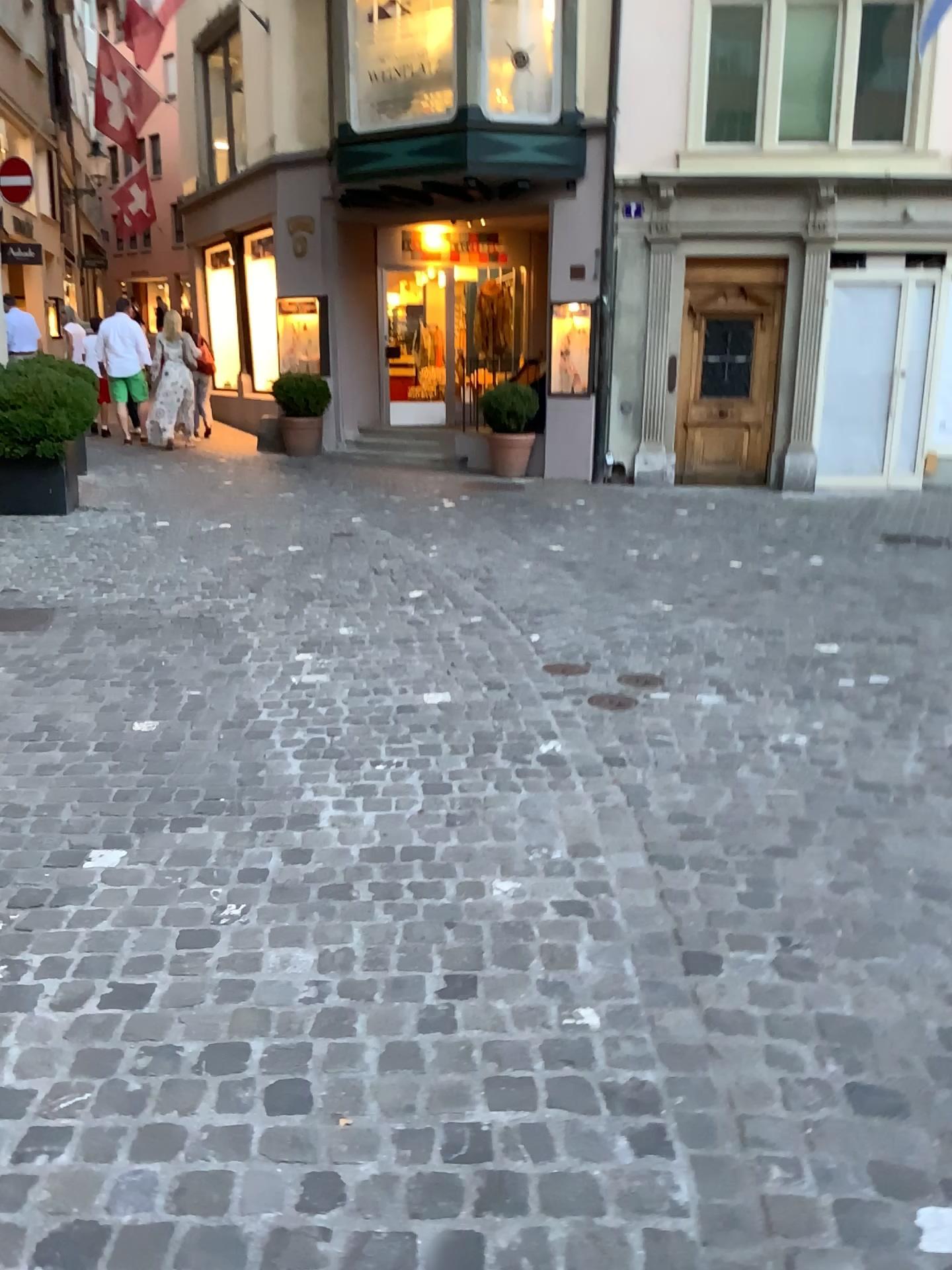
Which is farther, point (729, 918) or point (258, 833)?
point (258, 833)
